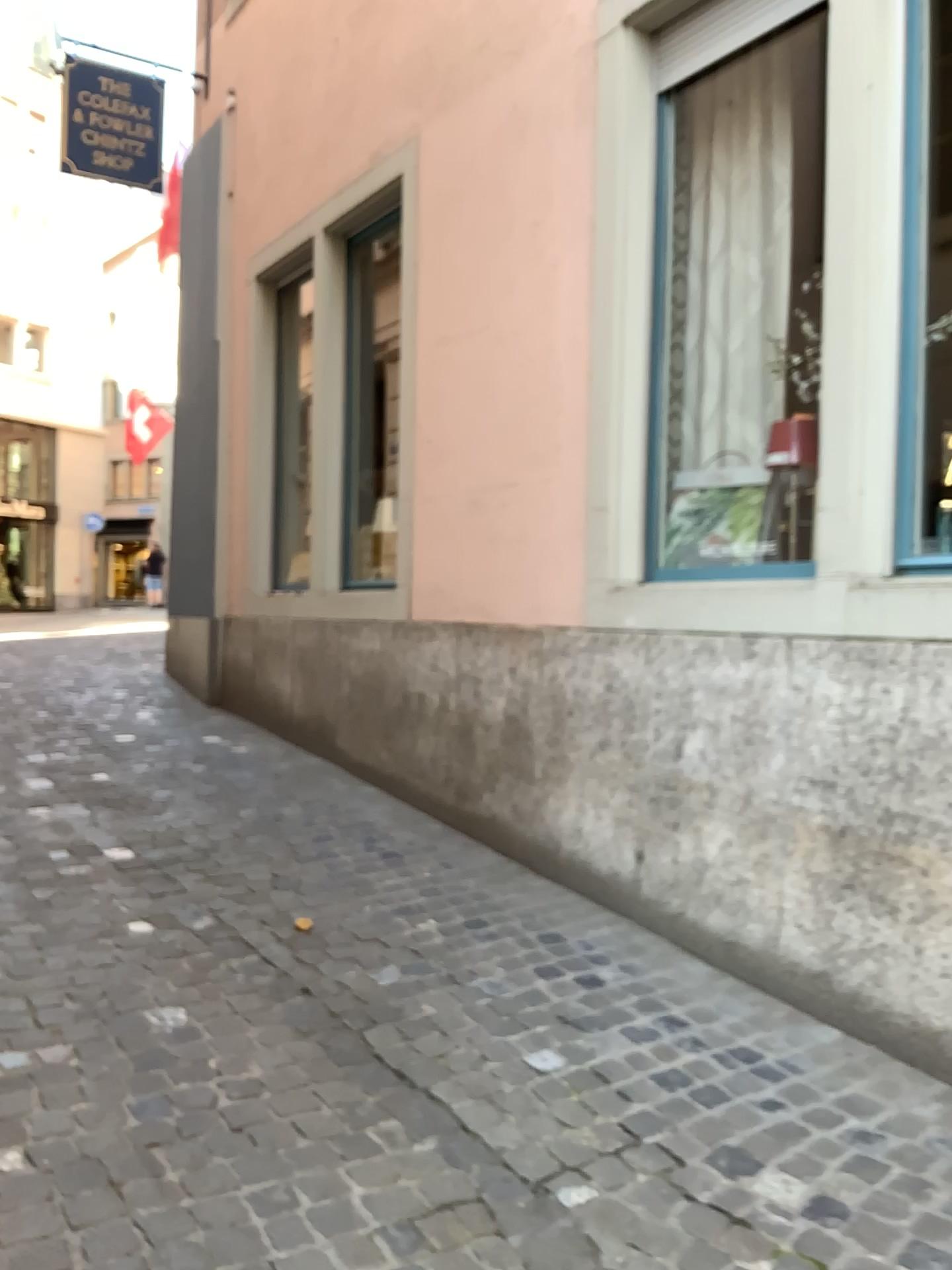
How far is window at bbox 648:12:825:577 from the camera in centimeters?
385cm

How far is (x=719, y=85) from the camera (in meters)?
3.90

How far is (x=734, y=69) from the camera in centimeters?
385cm

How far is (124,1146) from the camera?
2.2 meters

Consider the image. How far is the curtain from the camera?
3.9m
